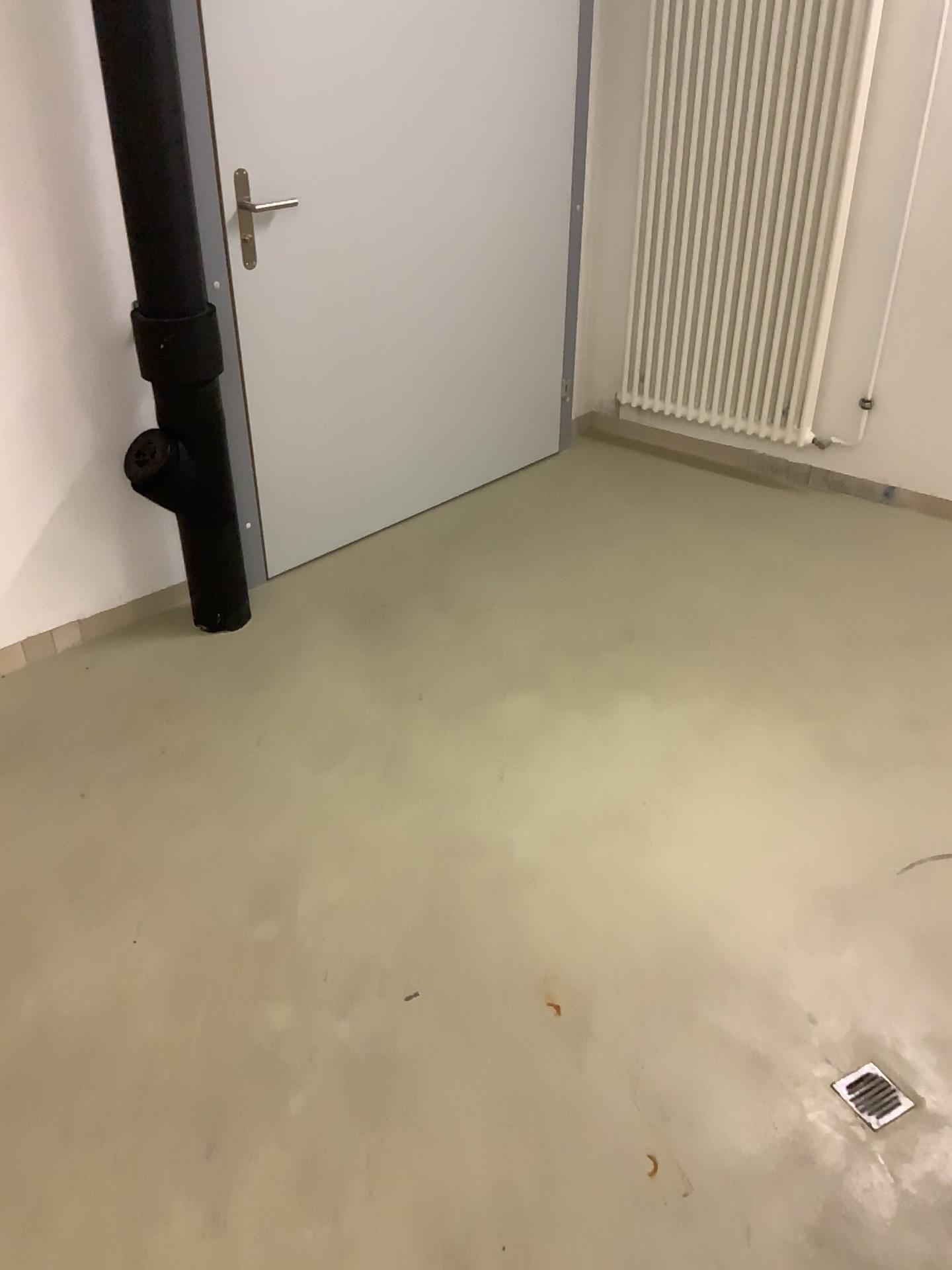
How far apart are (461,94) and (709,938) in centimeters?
234cm

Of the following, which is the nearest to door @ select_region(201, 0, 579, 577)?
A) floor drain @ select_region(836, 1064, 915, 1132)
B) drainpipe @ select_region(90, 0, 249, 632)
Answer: drainpipe @ select_region(90, 0, 249, 632)

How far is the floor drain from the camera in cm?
163

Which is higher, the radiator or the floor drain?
the radiator

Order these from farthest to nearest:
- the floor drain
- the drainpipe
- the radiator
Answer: the radiator
the drainpipe
the floor drain

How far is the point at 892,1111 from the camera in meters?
1.6

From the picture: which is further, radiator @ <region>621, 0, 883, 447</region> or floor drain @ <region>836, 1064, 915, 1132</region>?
radiator @ <region>621, 0, 883, 447</region>

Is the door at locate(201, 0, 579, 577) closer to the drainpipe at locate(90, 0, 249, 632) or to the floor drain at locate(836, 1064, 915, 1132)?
the drainpipe at locate(90, 0, 249, 632)

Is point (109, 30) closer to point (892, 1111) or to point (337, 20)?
point (337, 20)

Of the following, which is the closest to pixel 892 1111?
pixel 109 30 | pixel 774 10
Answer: pixel 109 30
